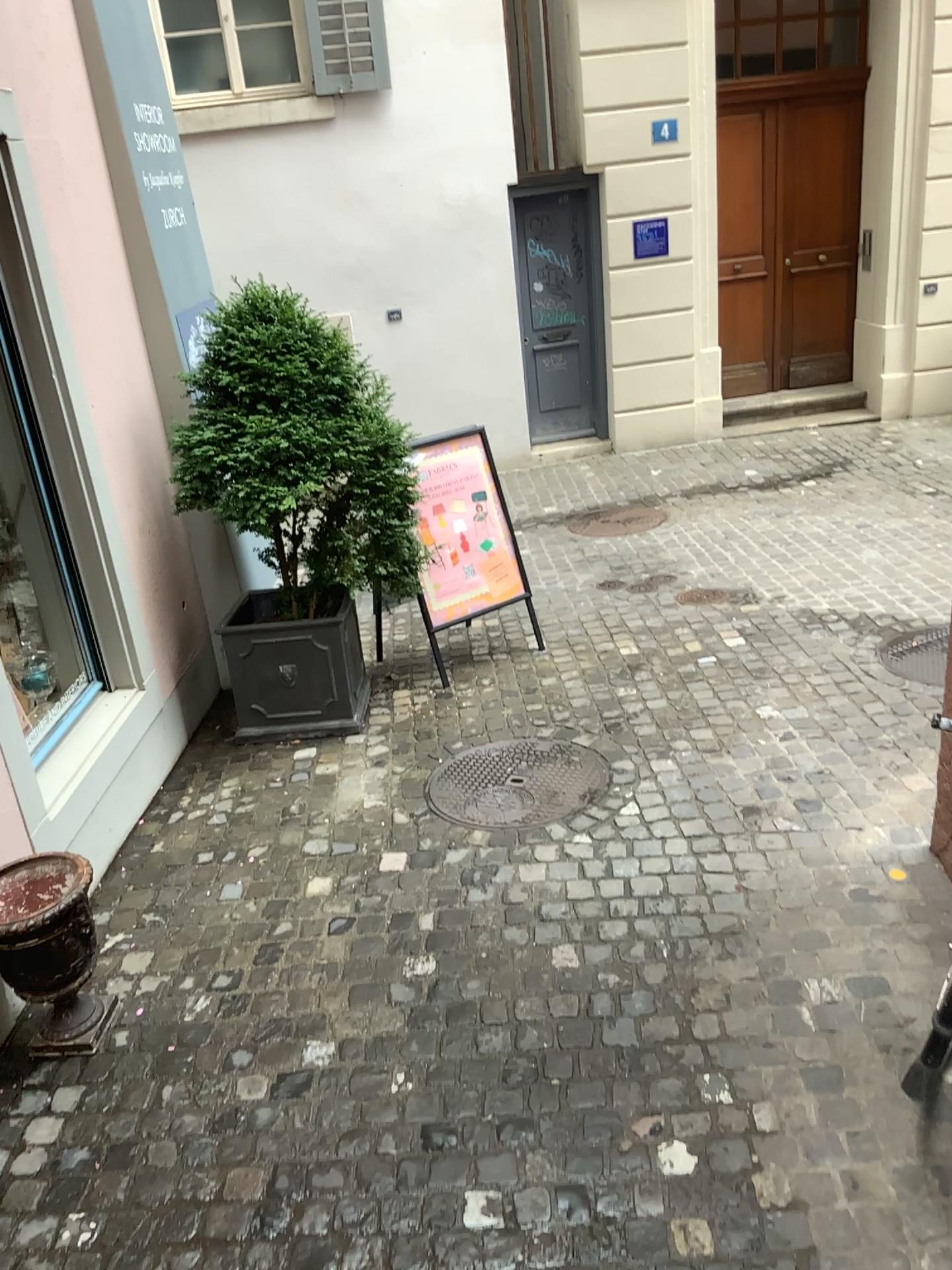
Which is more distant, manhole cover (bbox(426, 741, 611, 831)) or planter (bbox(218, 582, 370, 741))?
planter (bbox(218, 582, 370, 741))

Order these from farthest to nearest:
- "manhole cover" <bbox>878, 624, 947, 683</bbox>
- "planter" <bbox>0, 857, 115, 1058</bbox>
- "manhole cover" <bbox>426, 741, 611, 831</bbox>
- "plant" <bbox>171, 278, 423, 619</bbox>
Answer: "manhole cover" <bbox>878, 624, 947, 683</bbox>
"plant" <bbox>171, 278, 423, 619</bbox>
"manhole cover" <bbox>426, 741, 611, 831</bbox>
"planter" <bbox>0, 857, 115, 1058</bbox>

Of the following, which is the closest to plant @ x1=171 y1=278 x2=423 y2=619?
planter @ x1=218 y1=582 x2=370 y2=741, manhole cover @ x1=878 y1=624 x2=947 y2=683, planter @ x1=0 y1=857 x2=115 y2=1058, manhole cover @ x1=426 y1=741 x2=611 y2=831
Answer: planter @ x1=218 y1=582 x2=370 y2=741

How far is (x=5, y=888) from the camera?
2.82m

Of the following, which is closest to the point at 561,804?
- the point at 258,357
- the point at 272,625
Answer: the point at 272,625

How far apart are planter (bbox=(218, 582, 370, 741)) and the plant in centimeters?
33cm

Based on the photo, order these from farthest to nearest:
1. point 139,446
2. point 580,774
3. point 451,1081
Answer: → 1. point 139,446
2. point 580,774
3. point 451,1081

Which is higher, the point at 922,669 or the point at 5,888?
the point at 5,888

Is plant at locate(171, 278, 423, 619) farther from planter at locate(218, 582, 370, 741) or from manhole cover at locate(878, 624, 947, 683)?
manhole cover at locate(878, 624, 947, 683)

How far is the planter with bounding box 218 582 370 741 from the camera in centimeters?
454cm
